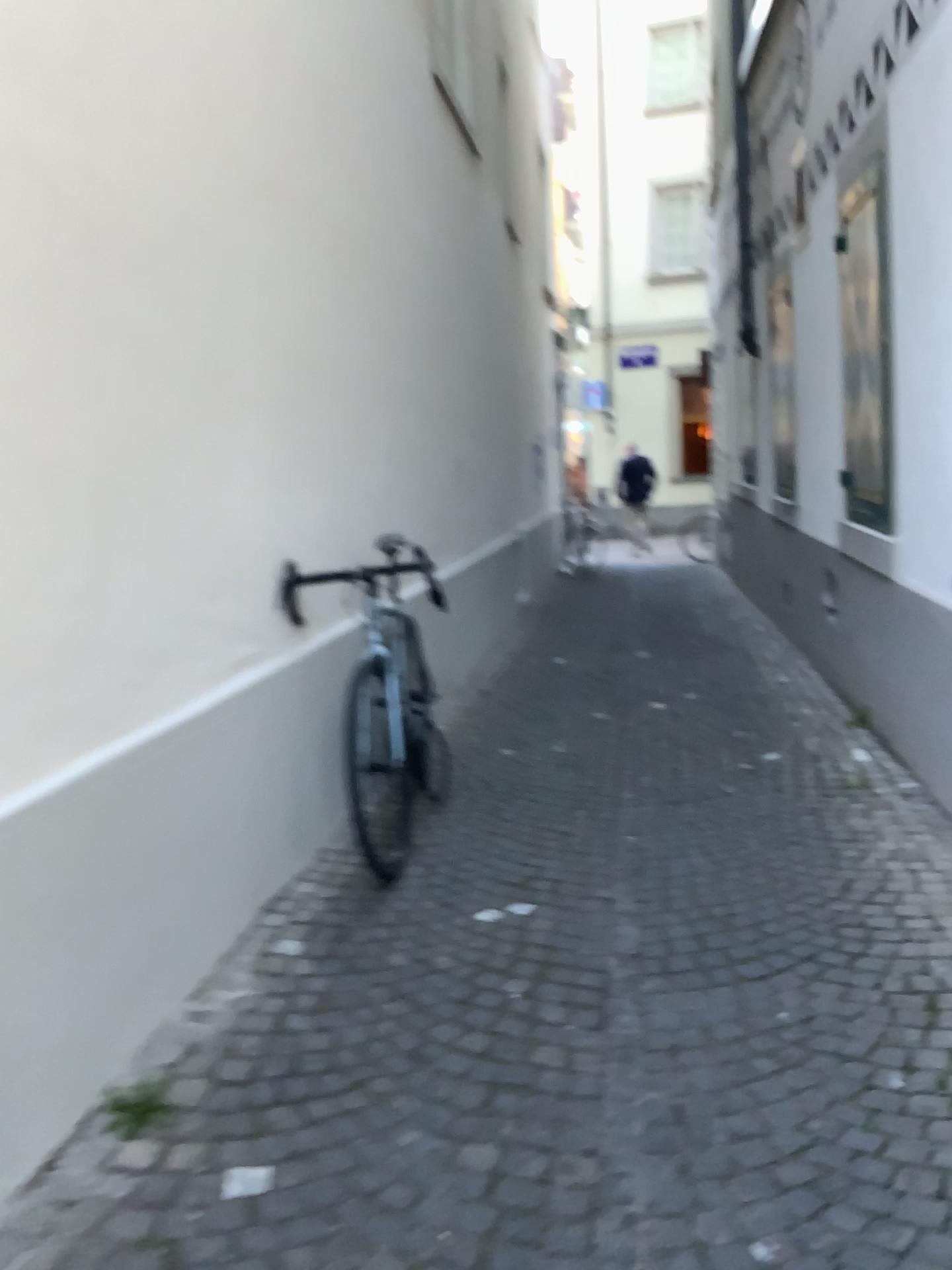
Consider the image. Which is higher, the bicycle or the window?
the window

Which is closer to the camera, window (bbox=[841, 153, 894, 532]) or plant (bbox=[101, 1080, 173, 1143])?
plant (bbox=[101, 1080, 173, 1143])

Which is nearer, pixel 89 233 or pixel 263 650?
pixel 89 233

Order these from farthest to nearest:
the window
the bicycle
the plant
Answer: the window, the bicycle, the plant

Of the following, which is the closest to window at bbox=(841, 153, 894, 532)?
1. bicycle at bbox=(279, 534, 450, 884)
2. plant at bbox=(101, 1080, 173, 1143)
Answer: bicycle at bbox=(279, 534, 450, 884)

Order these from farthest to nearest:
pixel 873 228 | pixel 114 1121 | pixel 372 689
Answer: pixel 873 228
pixel 372 689
pixel 114 1121

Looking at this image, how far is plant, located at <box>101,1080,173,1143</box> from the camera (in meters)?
2.06

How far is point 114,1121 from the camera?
2.06m

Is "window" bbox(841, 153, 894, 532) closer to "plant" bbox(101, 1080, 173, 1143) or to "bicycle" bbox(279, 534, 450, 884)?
"bicycle" bbox(279, 534, 450, 884)

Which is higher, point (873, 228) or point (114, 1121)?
point (873, 228)
